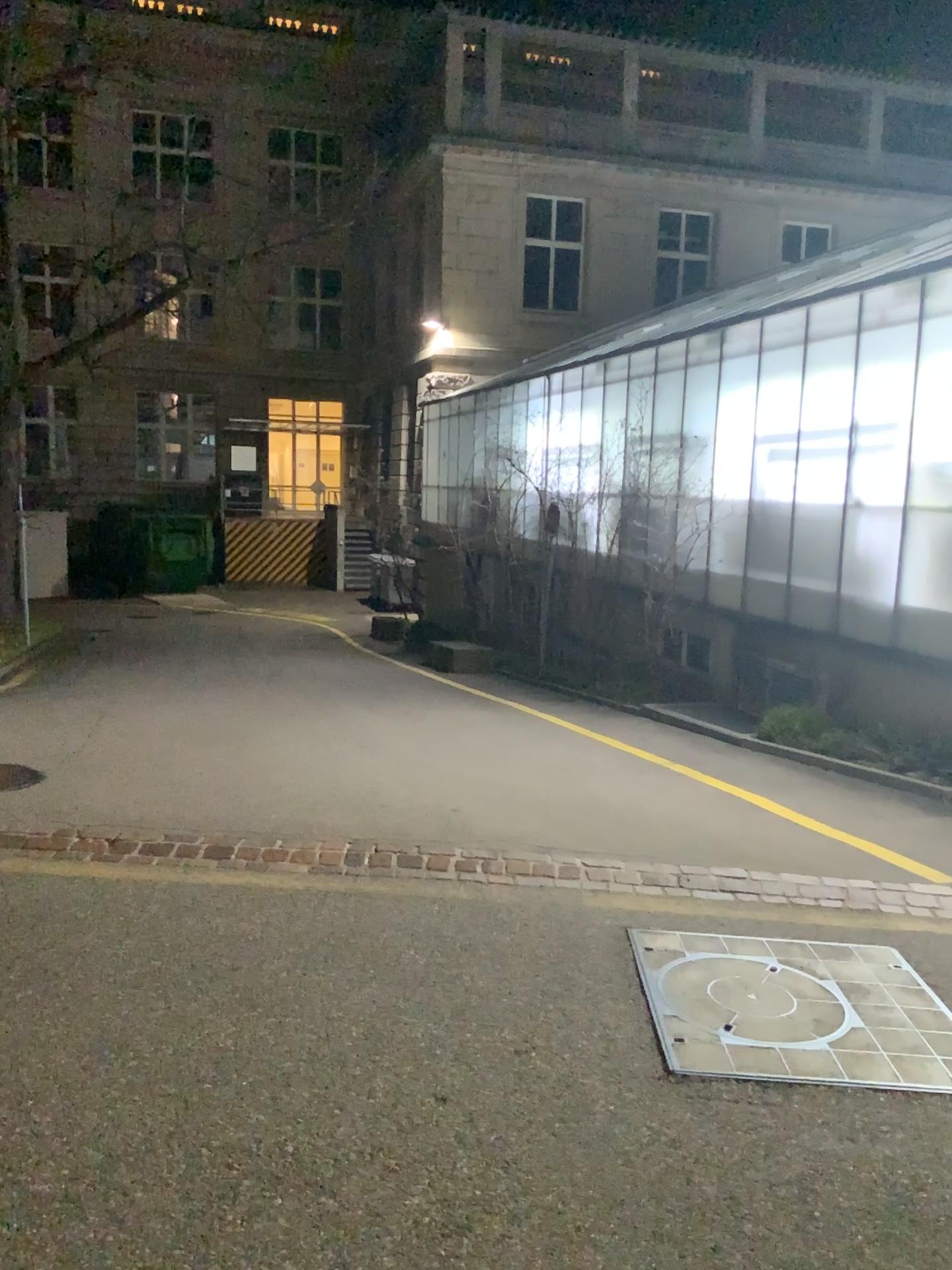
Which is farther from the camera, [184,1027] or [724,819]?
[724,819]
